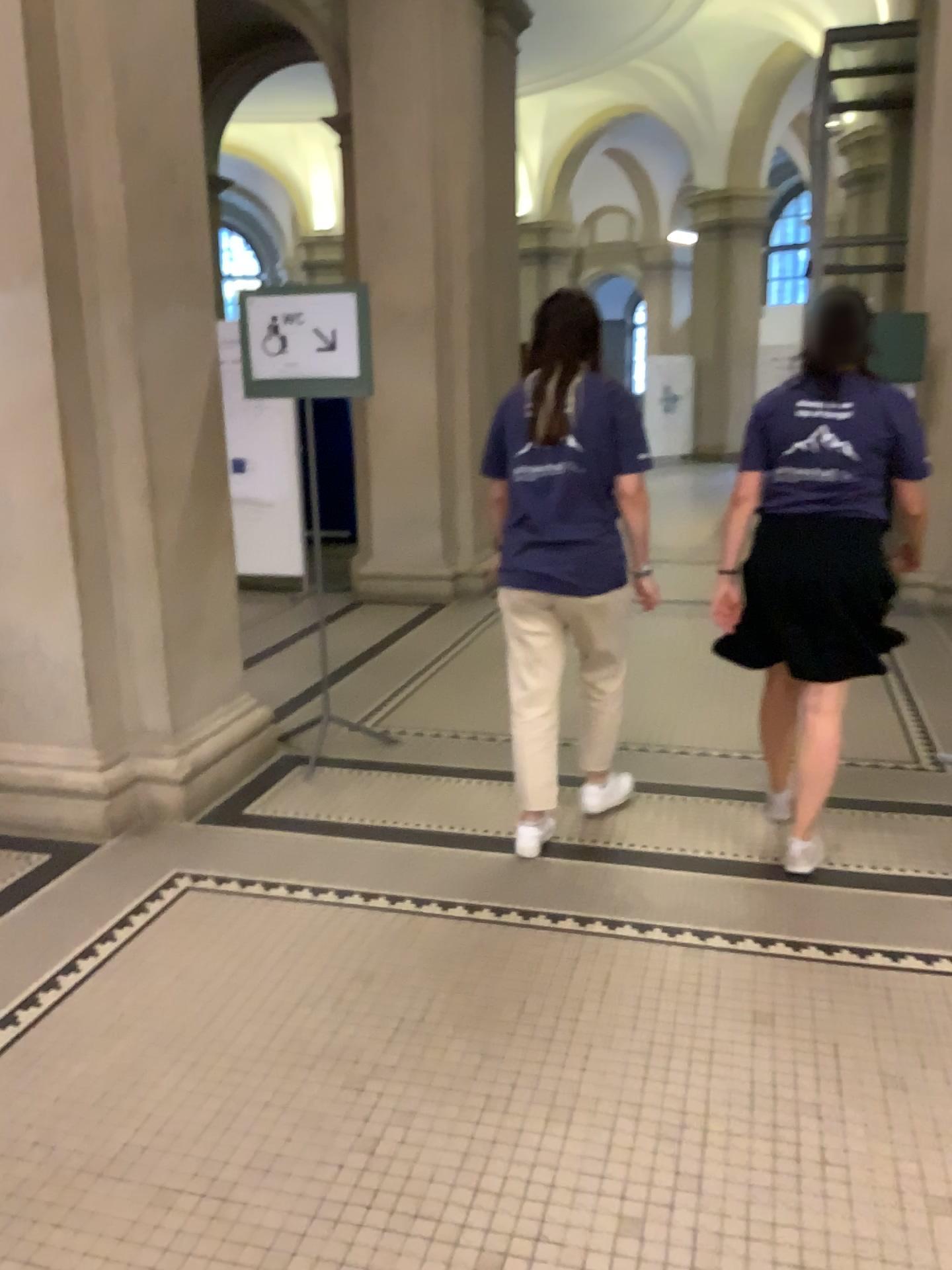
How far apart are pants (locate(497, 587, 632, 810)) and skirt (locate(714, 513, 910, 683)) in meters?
0.4

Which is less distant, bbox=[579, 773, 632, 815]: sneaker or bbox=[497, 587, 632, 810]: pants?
bbox=[497, 587, 632, 810]: pants

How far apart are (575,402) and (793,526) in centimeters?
72cm

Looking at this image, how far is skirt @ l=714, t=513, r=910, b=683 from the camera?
3.0m

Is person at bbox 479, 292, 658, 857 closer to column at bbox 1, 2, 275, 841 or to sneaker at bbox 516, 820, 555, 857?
sneaker at bbox 516, 820, 555, 857

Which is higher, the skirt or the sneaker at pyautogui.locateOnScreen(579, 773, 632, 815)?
the skirt

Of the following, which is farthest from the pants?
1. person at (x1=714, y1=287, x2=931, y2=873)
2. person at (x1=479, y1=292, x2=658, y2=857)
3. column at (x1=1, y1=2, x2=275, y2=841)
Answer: column at (x1=1, y1=2, x2=275, y2=841)

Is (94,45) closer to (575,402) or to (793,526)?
(575,402)

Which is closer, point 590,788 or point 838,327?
point 838,327

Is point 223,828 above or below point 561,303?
below
